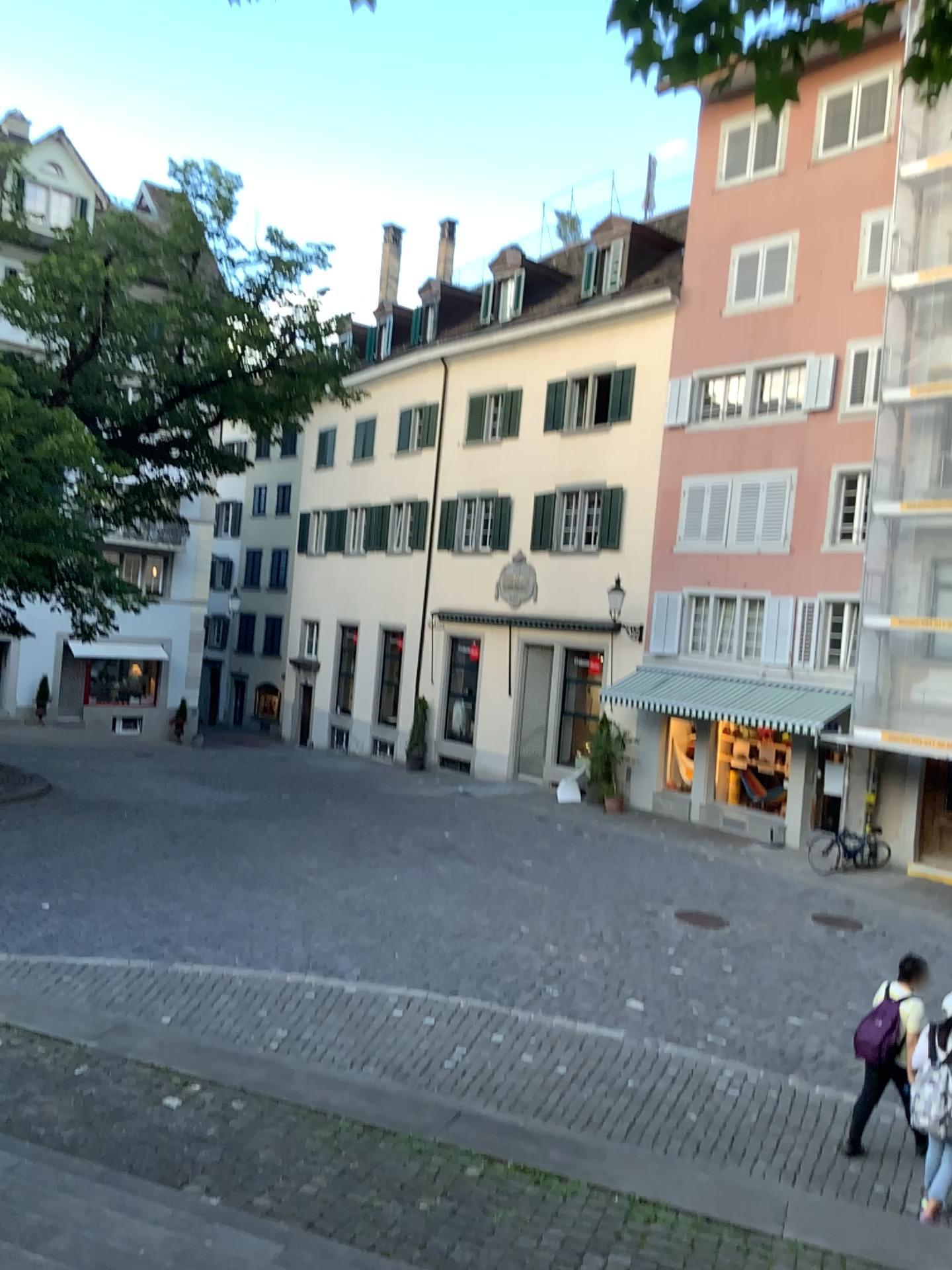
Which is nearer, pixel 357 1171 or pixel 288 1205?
pixel 288 1205
